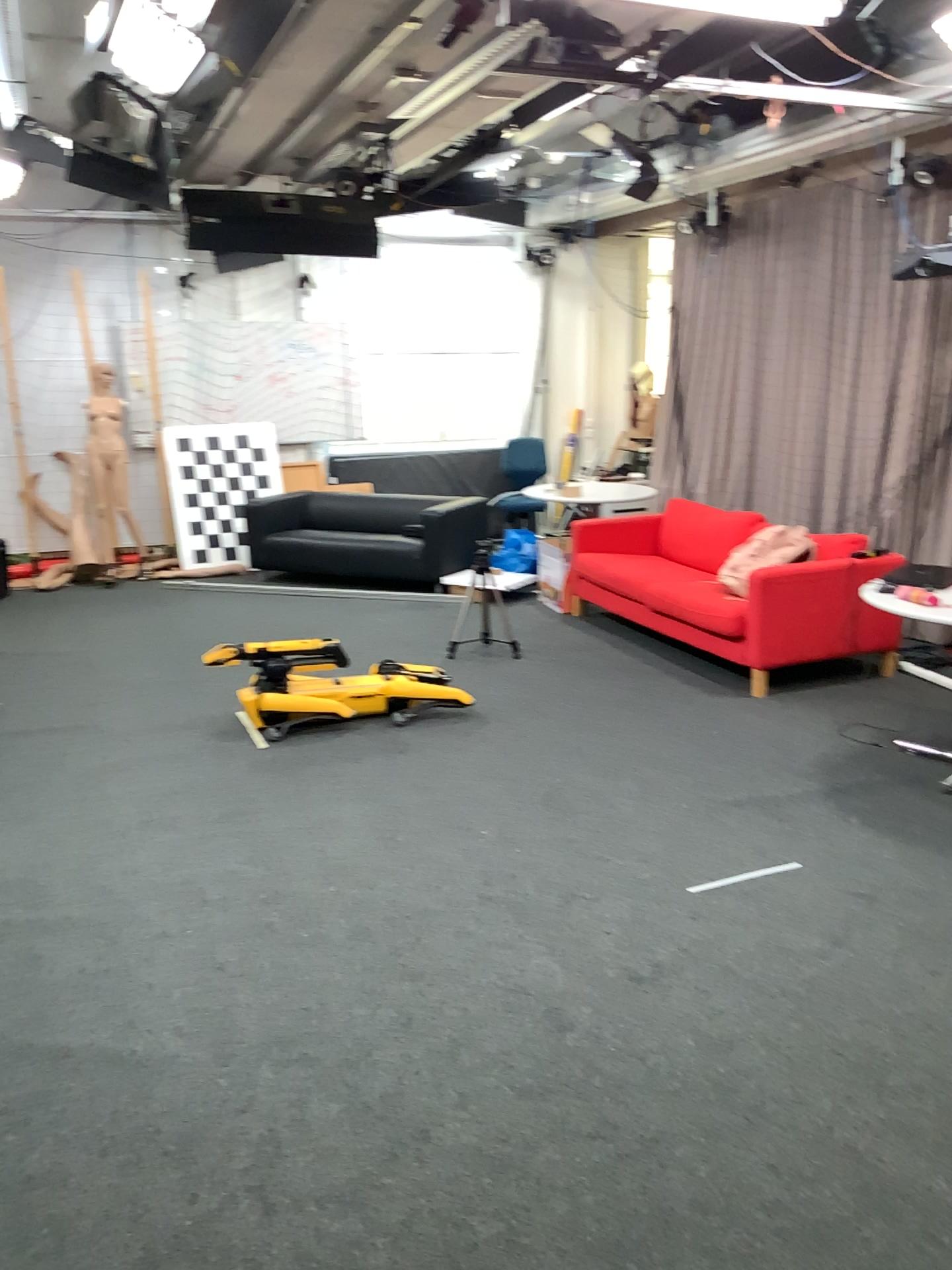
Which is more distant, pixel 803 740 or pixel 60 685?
pixel 60 685
